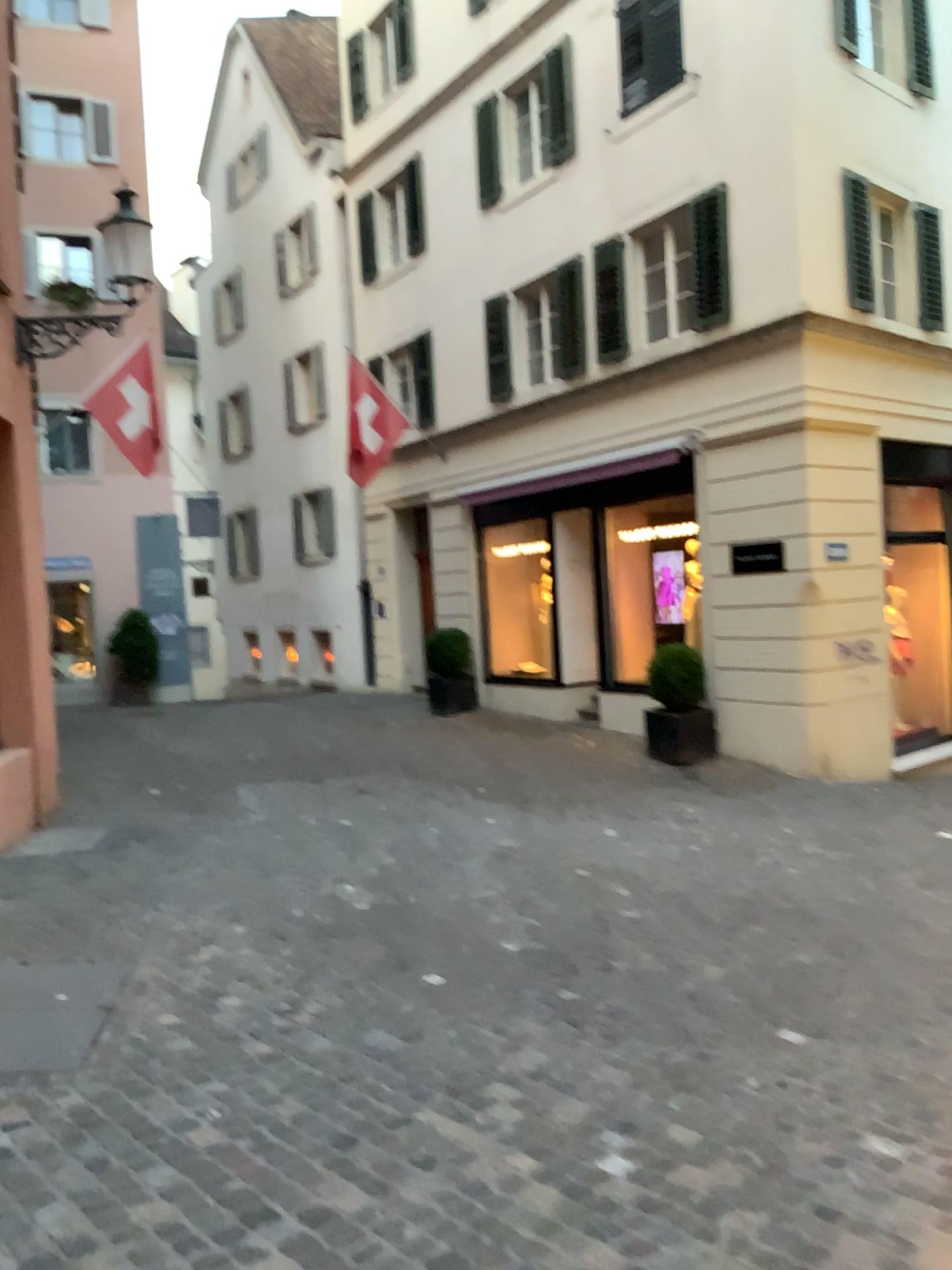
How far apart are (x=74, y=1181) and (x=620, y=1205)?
1.5m
